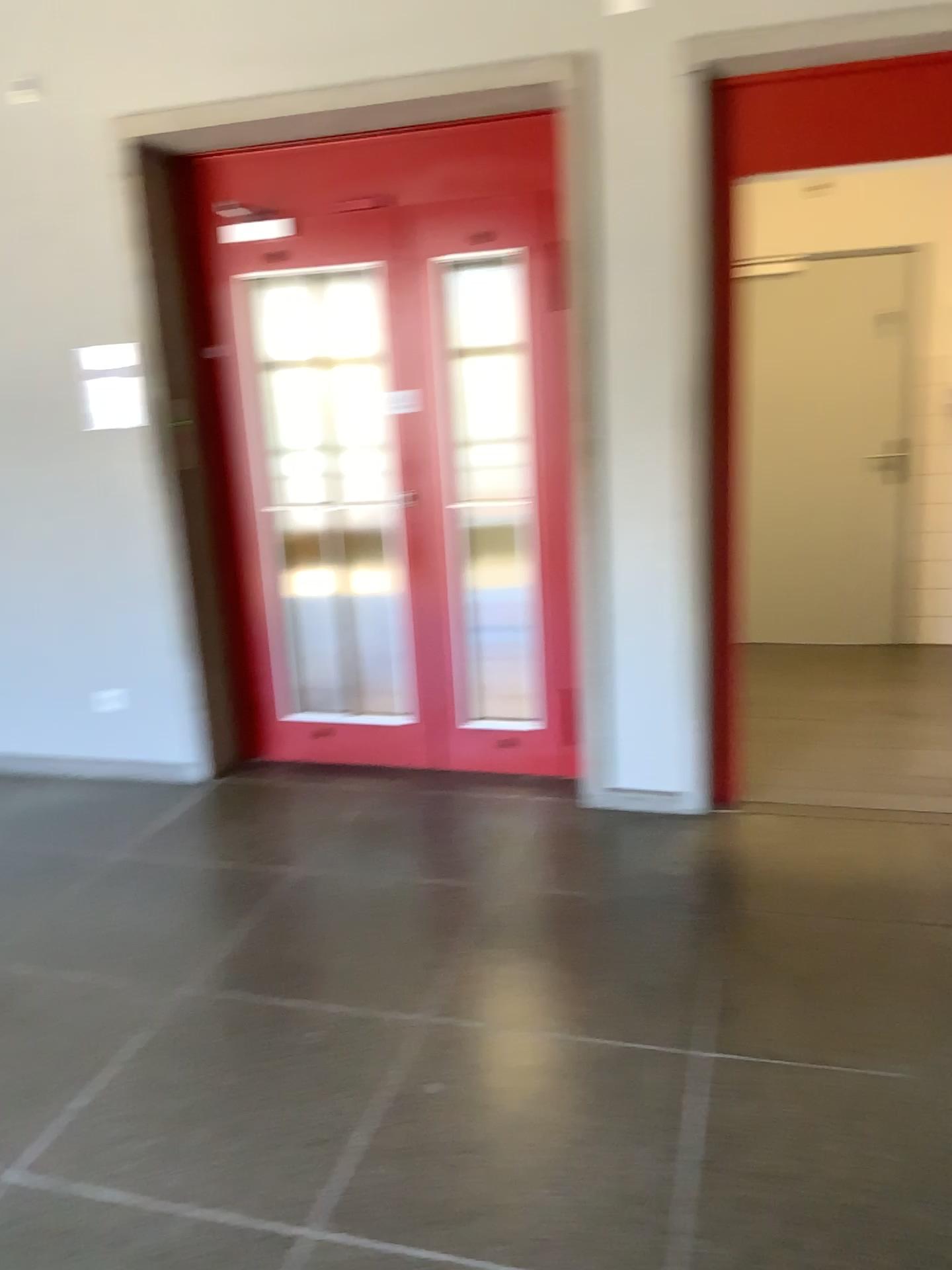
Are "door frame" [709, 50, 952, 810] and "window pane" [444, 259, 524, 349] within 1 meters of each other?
yes

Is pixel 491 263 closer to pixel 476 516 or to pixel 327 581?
pixel 476 516

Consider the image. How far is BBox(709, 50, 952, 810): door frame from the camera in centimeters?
310cm

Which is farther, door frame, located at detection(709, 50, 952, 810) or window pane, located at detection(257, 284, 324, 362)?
window pane, located at detection(257, 284, 324, 362)

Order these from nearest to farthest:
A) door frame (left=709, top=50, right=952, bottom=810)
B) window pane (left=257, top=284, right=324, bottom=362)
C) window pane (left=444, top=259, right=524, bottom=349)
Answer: door frame (left=709, top=50, right=952, bottom=810), window pane (left=444, top=259, right=524, bottom=349), window pane (left=257, top=284, right=324, bottom=362)

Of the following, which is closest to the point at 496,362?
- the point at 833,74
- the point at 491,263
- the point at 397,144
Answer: the point at 491,263

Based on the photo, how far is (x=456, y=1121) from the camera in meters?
2.2

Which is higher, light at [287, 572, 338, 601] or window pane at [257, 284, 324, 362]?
window pane at [257, 284, 324, 362]

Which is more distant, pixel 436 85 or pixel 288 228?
pixel 288 228

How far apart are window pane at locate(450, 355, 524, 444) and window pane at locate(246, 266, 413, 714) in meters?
0.3 m
